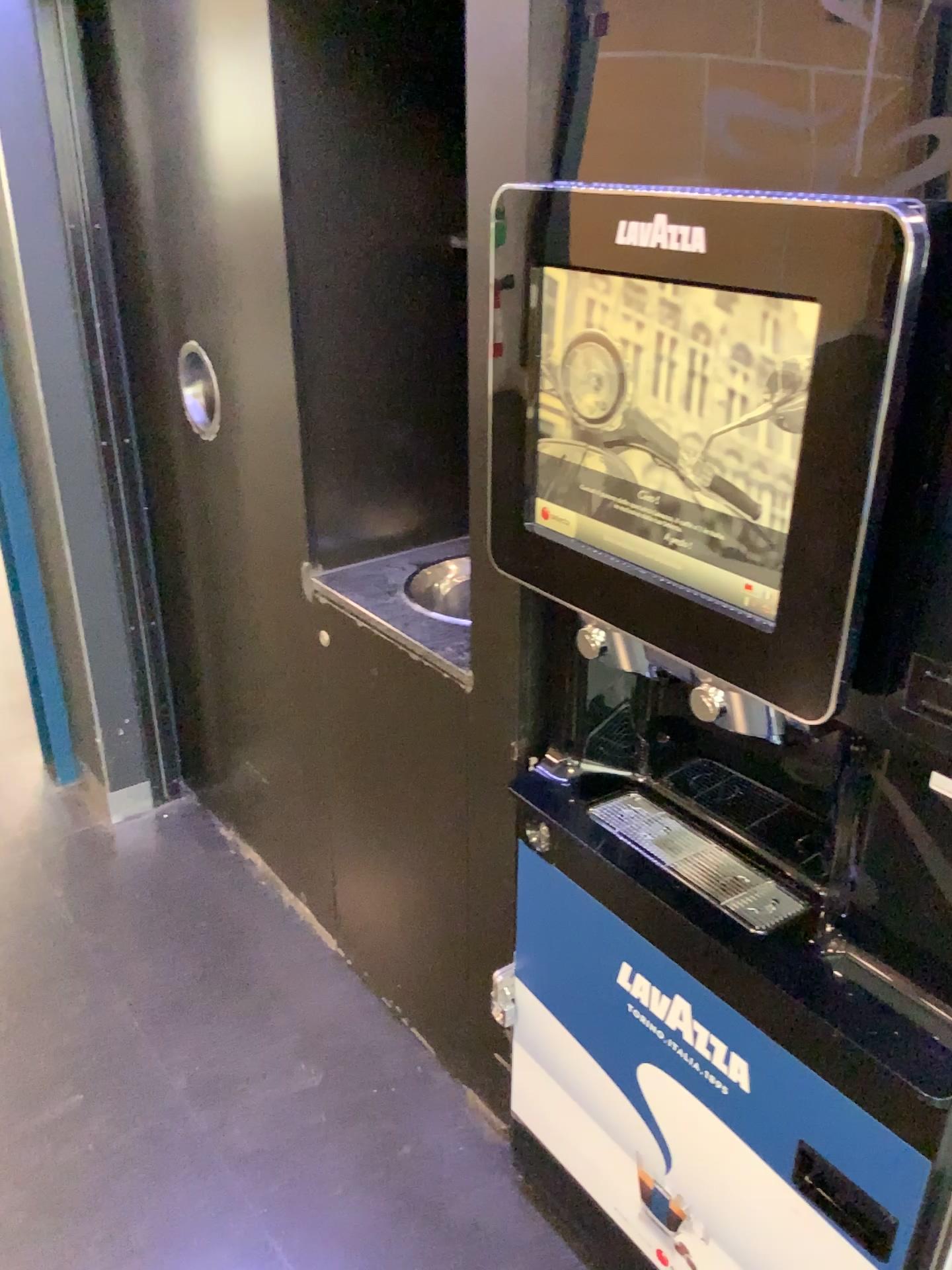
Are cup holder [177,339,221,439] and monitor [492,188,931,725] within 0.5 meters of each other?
no

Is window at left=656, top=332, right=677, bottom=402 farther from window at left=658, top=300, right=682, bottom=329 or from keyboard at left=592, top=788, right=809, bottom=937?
keyboard at left=592, top=788, right=809, bottom=937

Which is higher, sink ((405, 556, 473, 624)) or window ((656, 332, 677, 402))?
window ((656, 332, 677, 402))

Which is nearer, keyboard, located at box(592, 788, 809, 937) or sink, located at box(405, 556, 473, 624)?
keyboard, located at box(592, 788, 809, 937)

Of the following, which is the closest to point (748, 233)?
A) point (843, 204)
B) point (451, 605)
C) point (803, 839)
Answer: point (843, 204)

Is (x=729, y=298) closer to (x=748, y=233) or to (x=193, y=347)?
(x=748, y=233)

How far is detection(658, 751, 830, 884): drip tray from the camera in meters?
1.2 m

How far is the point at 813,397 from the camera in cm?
84

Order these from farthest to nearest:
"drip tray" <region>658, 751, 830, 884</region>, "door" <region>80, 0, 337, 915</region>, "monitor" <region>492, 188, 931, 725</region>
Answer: "door" <region>80, 0, 337, 915</region> < "drip tray" <region>658, 751, 830, 884</region> < "monitor" <region>492, 188, 931, 725</region>

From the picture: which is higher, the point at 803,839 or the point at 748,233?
the point at 748,233
